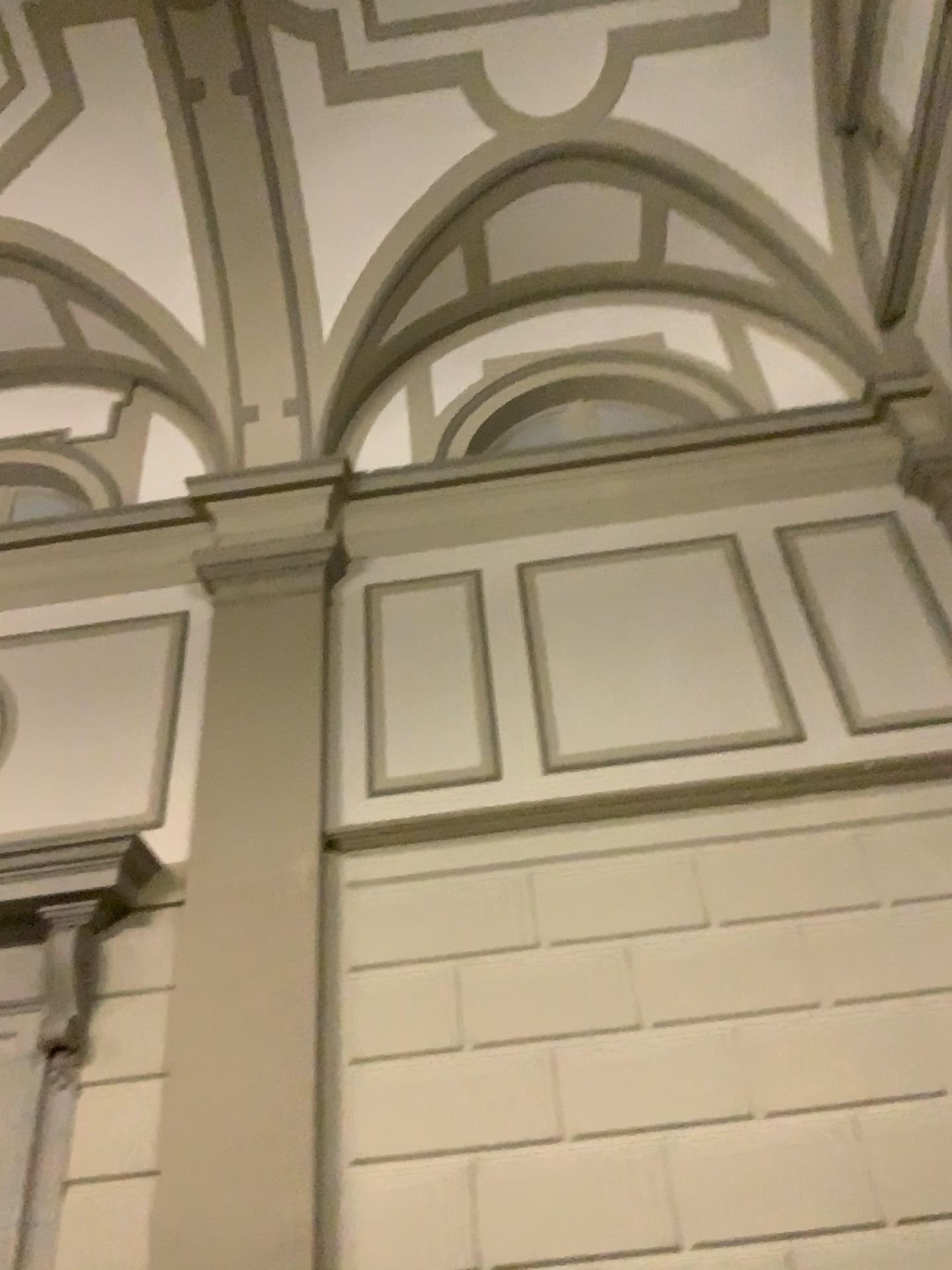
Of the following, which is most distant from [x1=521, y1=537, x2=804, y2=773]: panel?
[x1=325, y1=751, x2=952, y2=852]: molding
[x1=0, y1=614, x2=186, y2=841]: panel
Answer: [x1=0, y1=614, x2=186, y2=841]: panel

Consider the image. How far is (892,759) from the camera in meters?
4.3

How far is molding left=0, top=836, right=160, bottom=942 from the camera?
4.3 meters

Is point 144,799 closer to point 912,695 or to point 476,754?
point 476,754

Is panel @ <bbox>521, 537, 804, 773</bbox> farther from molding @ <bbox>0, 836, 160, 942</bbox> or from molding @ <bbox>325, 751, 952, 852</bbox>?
molding @ <bbox>0, 836, 160, 942</bbox>

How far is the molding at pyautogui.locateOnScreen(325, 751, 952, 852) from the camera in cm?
432

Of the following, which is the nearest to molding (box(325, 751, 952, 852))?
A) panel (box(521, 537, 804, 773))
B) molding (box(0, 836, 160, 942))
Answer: panel (box(521, 537, 804, 773))

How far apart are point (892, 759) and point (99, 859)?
3.3 meters

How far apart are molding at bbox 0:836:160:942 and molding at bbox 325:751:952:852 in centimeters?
75cm

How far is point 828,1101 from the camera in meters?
3.6
